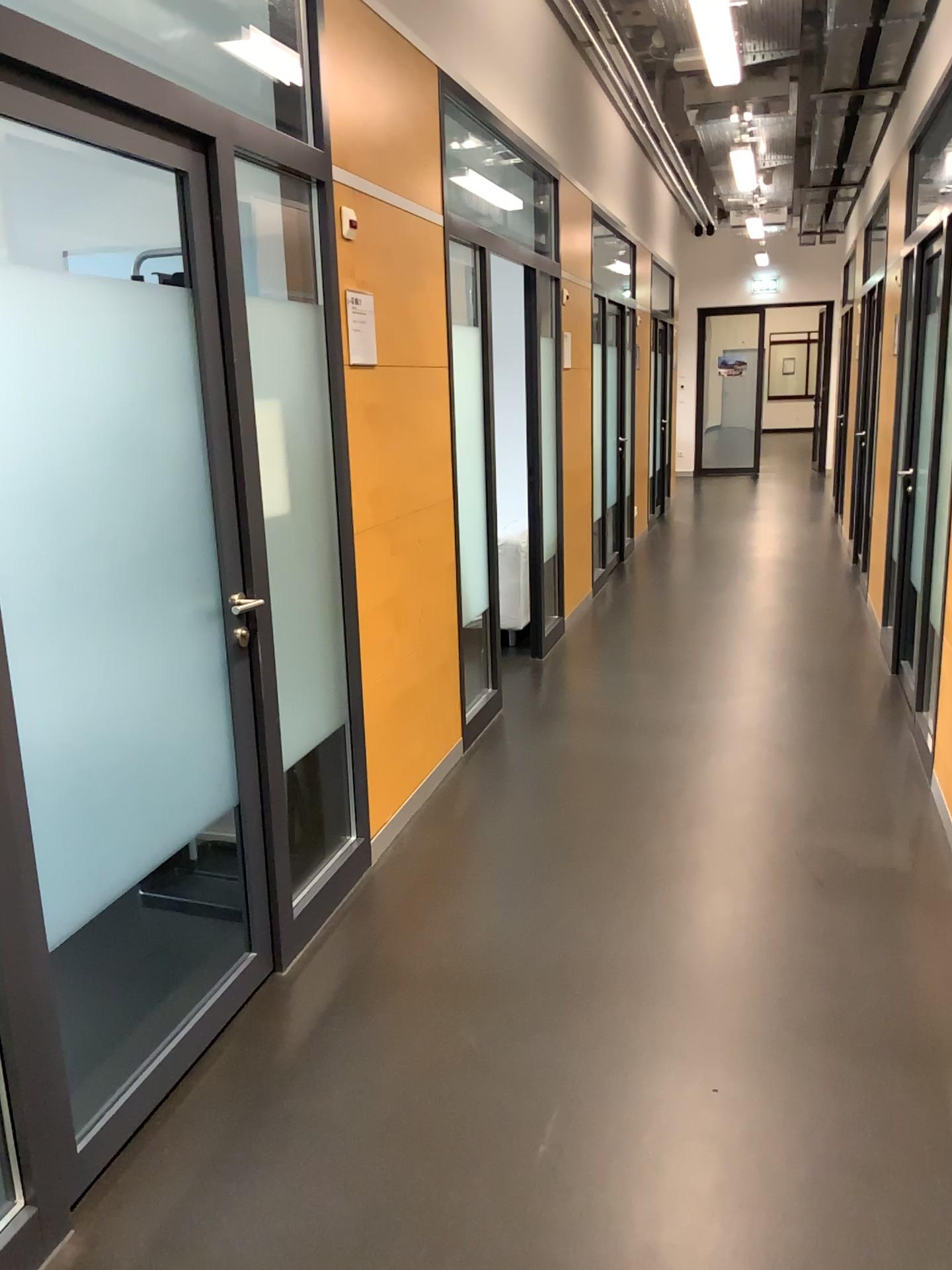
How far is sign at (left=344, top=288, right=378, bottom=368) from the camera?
3.21m

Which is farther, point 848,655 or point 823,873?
point 848,655

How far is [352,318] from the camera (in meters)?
3.21
